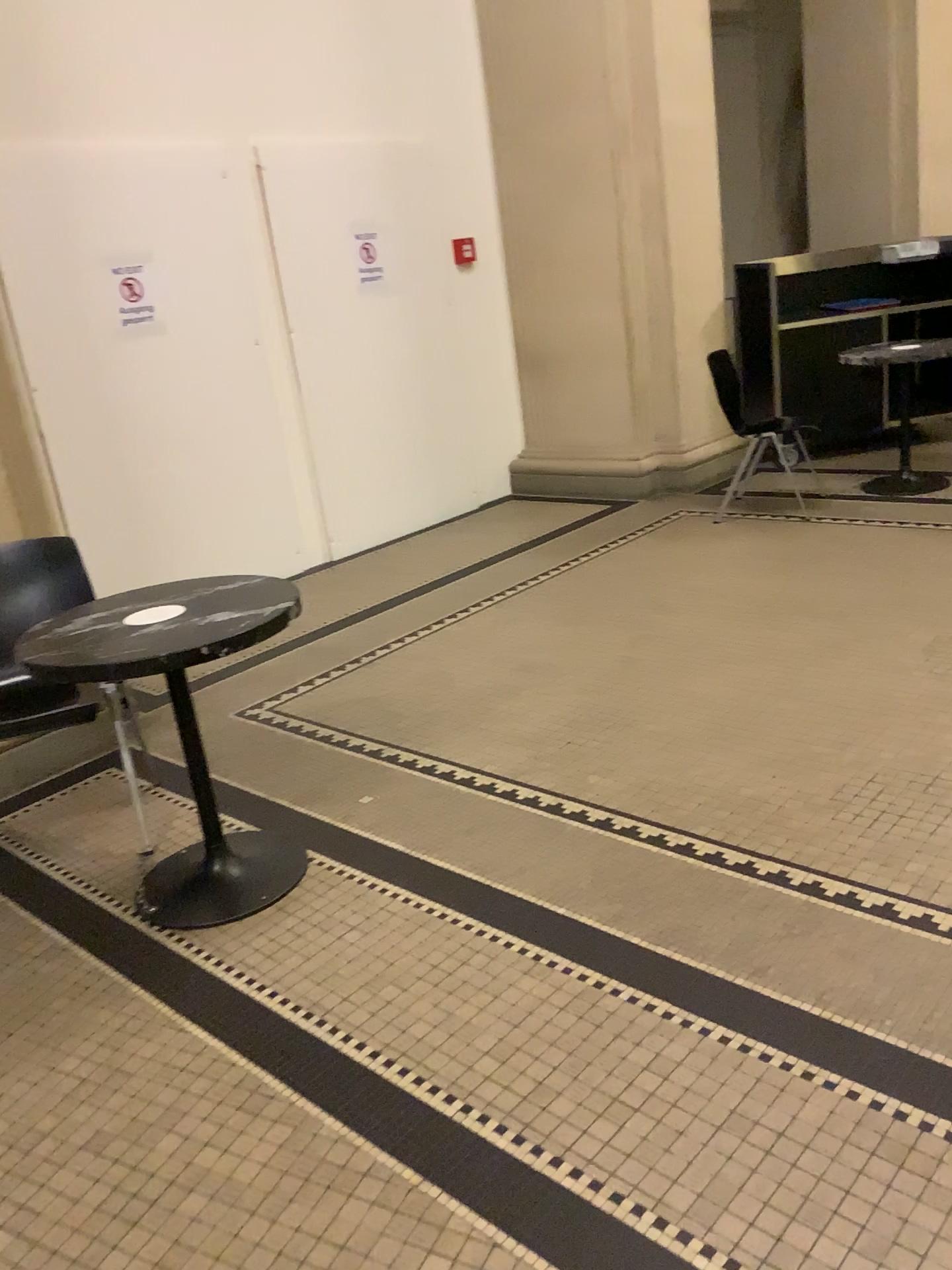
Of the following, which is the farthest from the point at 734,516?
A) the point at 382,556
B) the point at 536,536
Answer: the point at 382,556

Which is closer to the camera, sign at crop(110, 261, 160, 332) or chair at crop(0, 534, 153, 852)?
chair at crop(0, 534, 153, 852)

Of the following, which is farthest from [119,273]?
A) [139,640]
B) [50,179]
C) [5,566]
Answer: [139,640]

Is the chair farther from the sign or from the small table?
the sign

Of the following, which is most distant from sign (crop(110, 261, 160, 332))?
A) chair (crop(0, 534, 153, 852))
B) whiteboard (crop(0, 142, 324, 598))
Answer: chair (crop(0, 534, 153, 852))

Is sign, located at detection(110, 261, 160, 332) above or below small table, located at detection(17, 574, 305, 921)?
above

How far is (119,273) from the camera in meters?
4.7 m

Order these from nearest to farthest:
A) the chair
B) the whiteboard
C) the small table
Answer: the small table → the chair → the whiteboard

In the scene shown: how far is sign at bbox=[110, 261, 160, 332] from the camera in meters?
4.7

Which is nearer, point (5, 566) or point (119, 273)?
point (5, 566)
